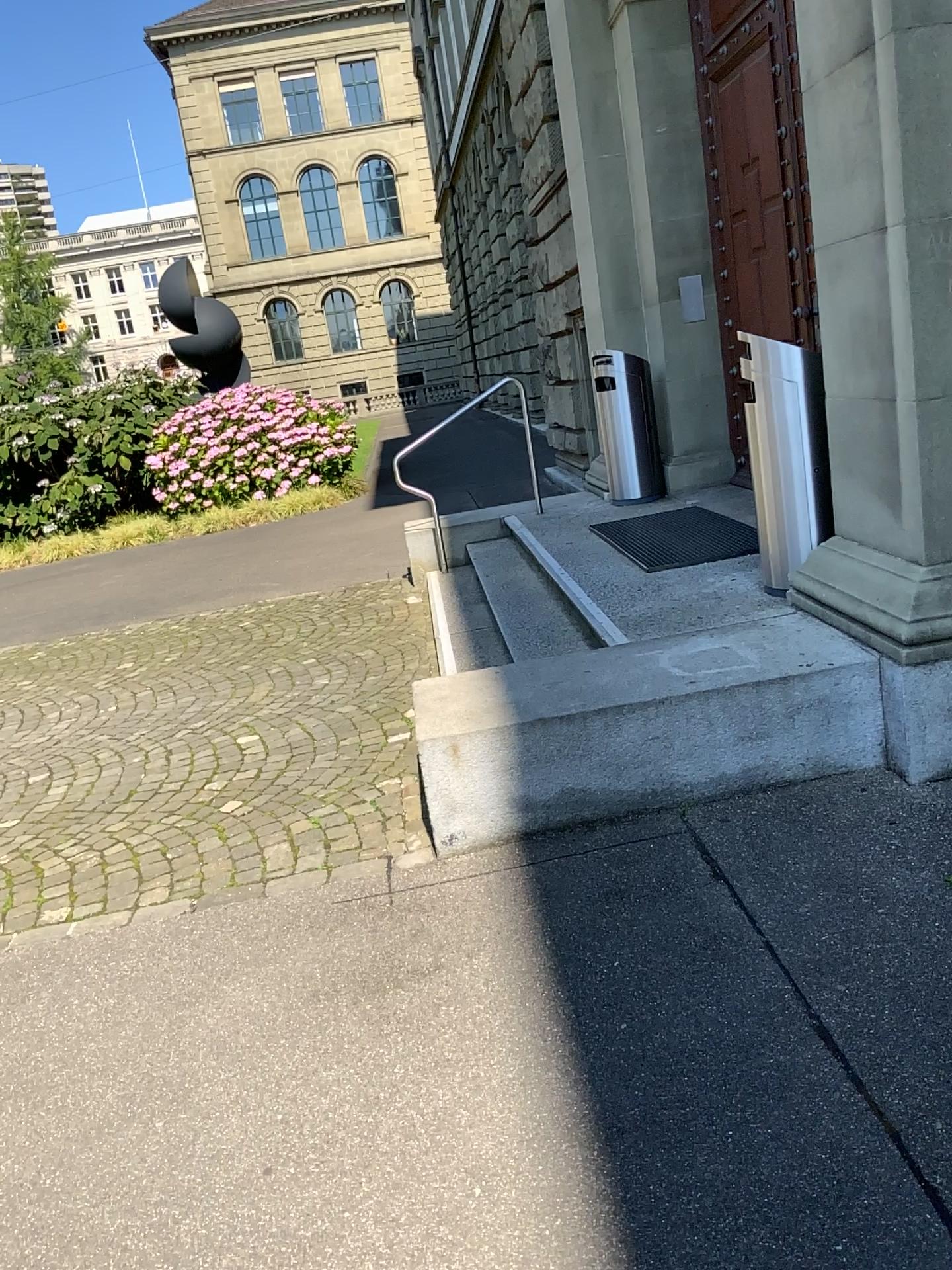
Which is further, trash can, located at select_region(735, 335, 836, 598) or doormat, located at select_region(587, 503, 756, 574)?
doormat, located at select_region(587, 503, 756, 574)

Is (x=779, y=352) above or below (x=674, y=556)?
above

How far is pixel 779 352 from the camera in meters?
4.0 m

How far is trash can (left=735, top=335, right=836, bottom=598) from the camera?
3.96m

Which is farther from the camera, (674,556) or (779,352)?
(674,556)

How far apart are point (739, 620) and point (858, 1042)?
1.98m
